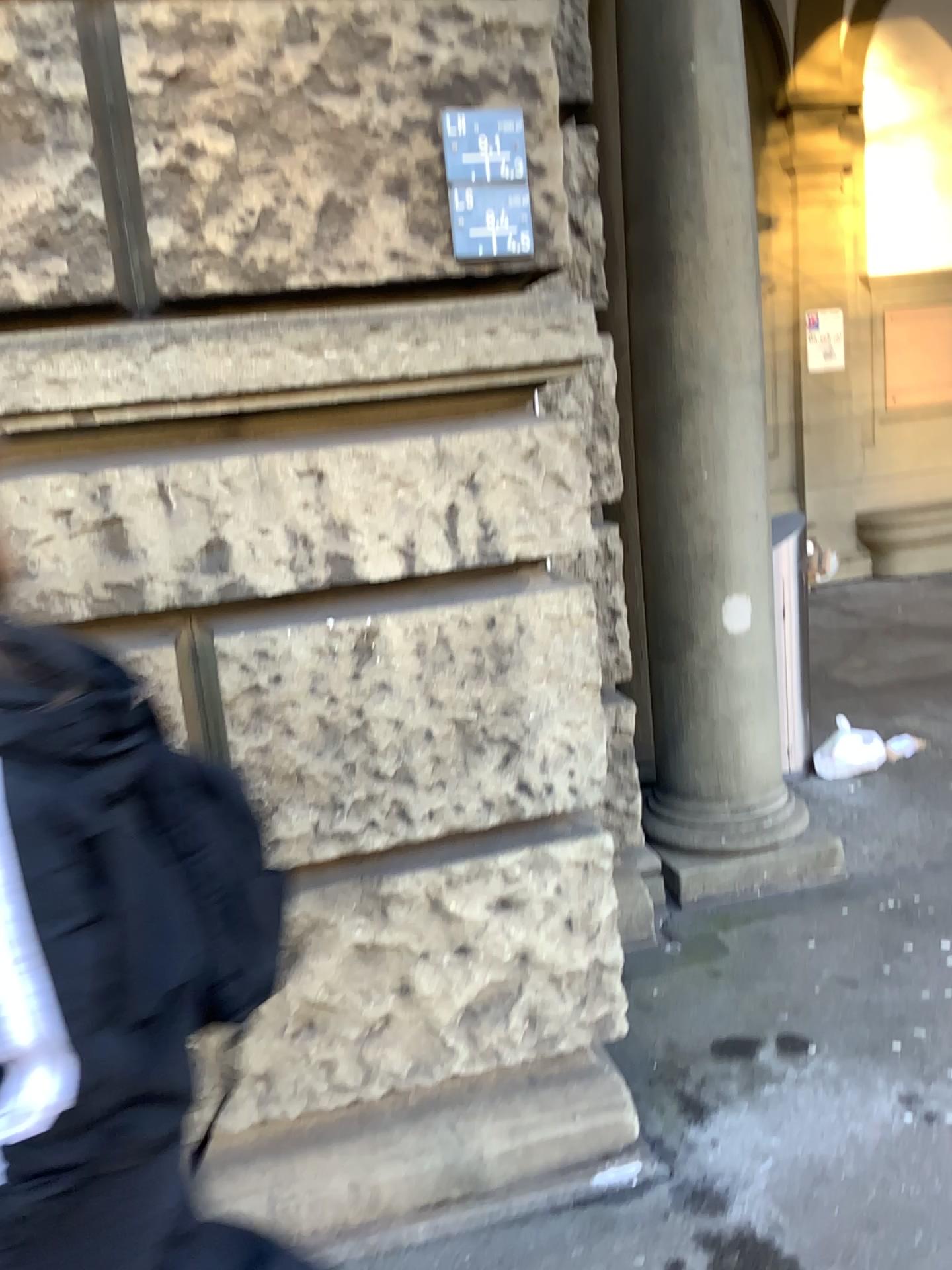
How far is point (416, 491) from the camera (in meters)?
1.87

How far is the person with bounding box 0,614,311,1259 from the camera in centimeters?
99cm

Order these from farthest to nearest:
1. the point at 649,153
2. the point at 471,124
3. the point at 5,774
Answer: the point at 649,153, the point at 471,124, the point at 5,774

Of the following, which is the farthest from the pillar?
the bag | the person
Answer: the person

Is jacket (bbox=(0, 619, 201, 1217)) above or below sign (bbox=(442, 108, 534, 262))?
below

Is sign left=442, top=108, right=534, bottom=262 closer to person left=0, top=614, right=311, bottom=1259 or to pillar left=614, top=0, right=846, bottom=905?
person left=0, top=614, right=311, bottom=1259

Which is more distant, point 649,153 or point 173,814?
point 649,153

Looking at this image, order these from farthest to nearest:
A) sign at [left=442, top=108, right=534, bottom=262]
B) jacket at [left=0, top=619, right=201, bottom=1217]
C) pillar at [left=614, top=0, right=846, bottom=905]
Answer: pillar at [left=614, top=0, right=846, bottom=905] < sign at [left=442, top=108, right=534, bottom=262] < jacket at [left=0, top=619, right=201, bottom=1217]

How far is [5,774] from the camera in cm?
99

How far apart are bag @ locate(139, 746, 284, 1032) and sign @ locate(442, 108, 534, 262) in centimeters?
101cm
